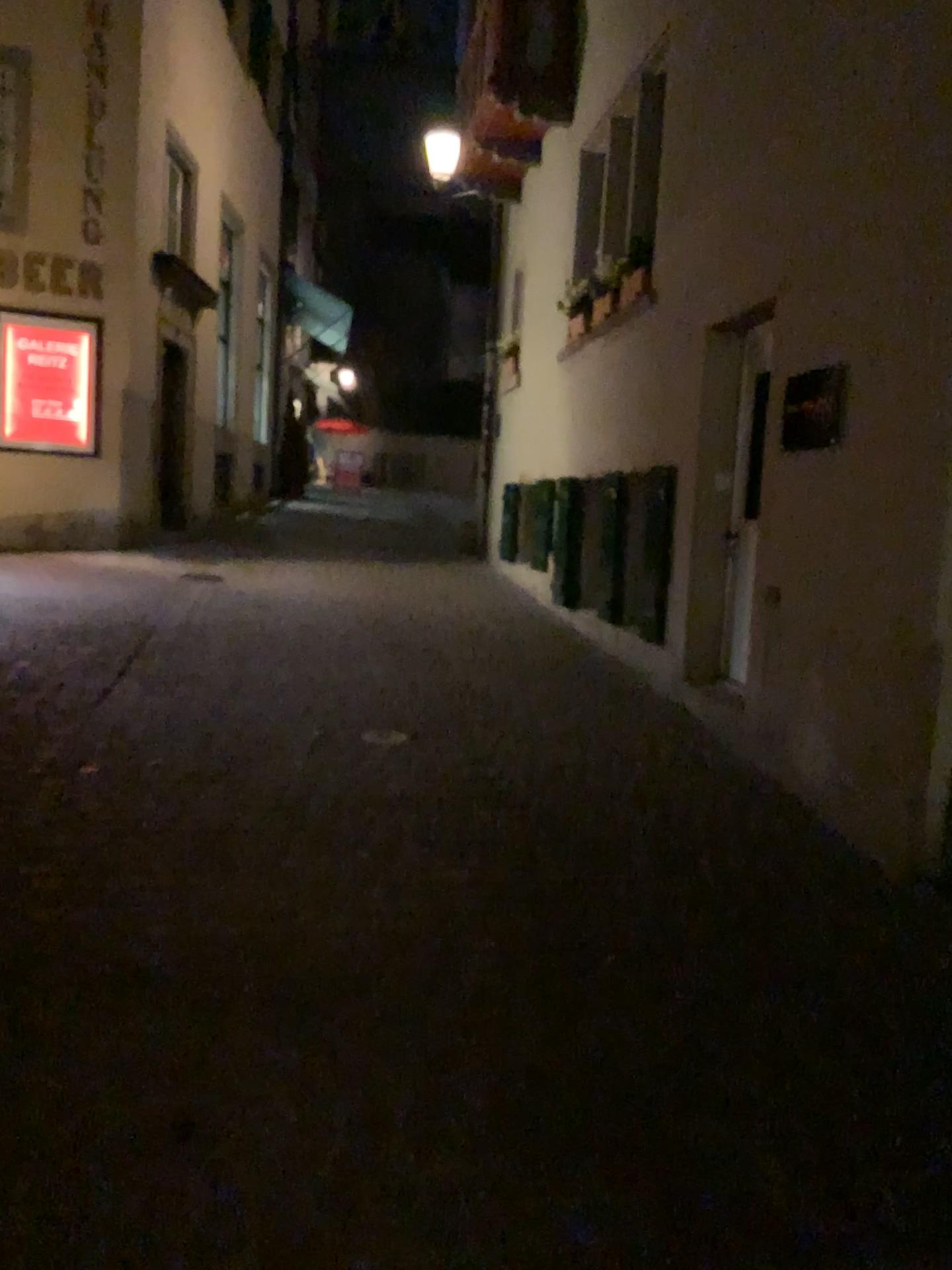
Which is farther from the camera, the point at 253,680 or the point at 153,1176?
the point at 253,680
